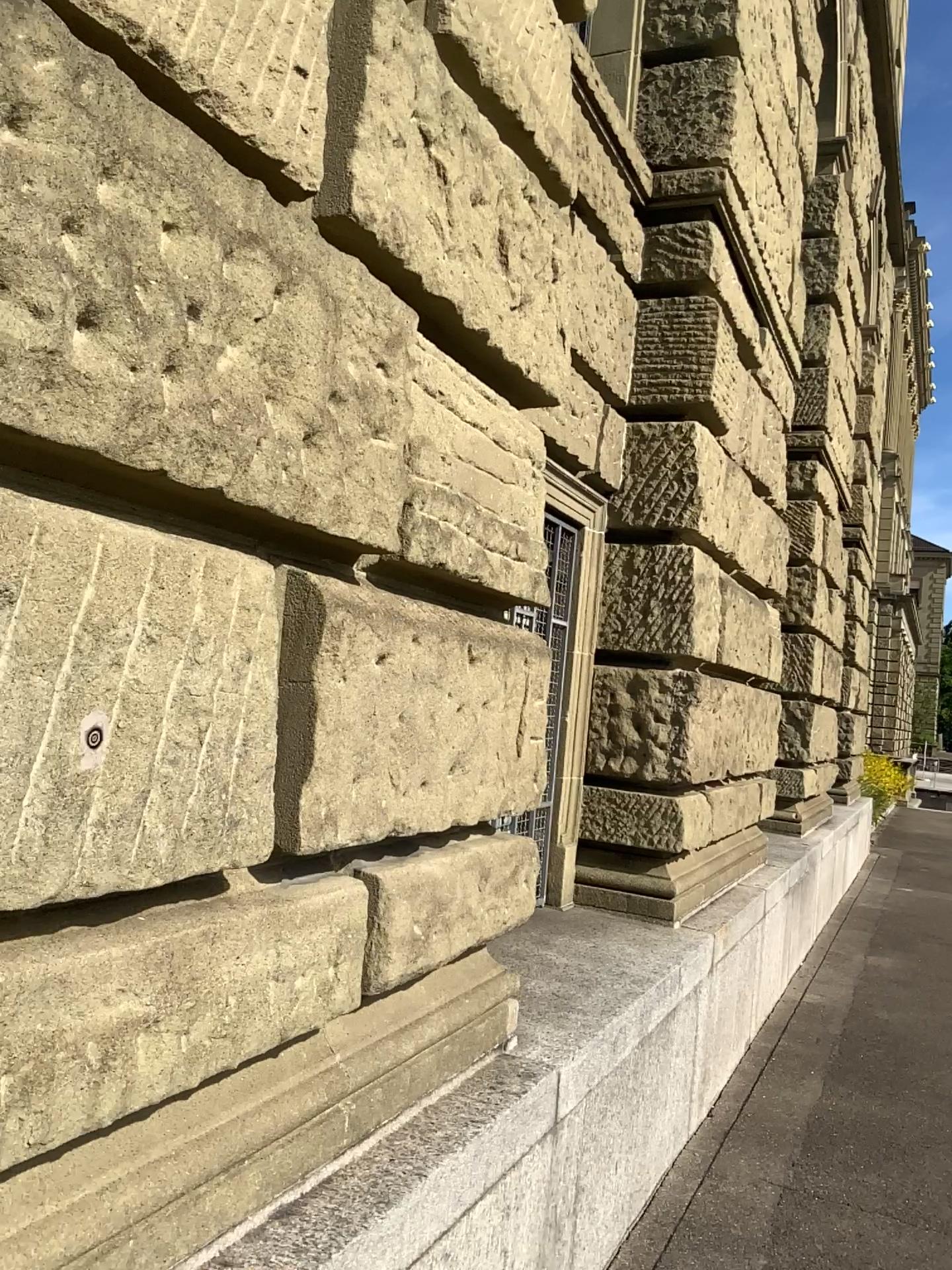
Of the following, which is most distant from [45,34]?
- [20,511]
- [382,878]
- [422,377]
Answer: [382,878]

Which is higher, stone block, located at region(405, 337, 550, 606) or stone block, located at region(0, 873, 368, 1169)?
stone block, located at region(405, 337, 550, 606)

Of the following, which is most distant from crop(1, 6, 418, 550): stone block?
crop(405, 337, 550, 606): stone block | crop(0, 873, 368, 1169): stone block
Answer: crop(0, 873, 368, 1169): stone block

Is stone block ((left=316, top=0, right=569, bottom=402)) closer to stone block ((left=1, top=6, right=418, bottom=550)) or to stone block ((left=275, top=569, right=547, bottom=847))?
stone block ((left=1, top=6, right=418, bottom=550))

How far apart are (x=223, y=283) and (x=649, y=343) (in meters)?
3.16

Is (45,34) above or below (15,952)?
above

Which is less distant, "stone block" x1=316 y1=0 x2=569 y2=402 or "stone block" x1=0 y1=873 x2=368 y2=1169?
"stone block" x1=0 y1=873 x2=368 y2=1169

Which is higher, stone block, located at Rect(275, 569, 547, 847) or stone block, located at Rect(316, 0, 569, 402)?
stone block, located at Rect(316, 0, 569, 402)

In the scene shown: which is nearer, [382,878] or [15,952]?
[15,952]

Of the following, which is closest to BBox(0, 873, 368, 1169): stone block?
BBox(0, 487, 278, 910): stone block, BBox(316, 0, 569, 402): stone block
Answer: BBox(0, 487, 278, 910): stone block
